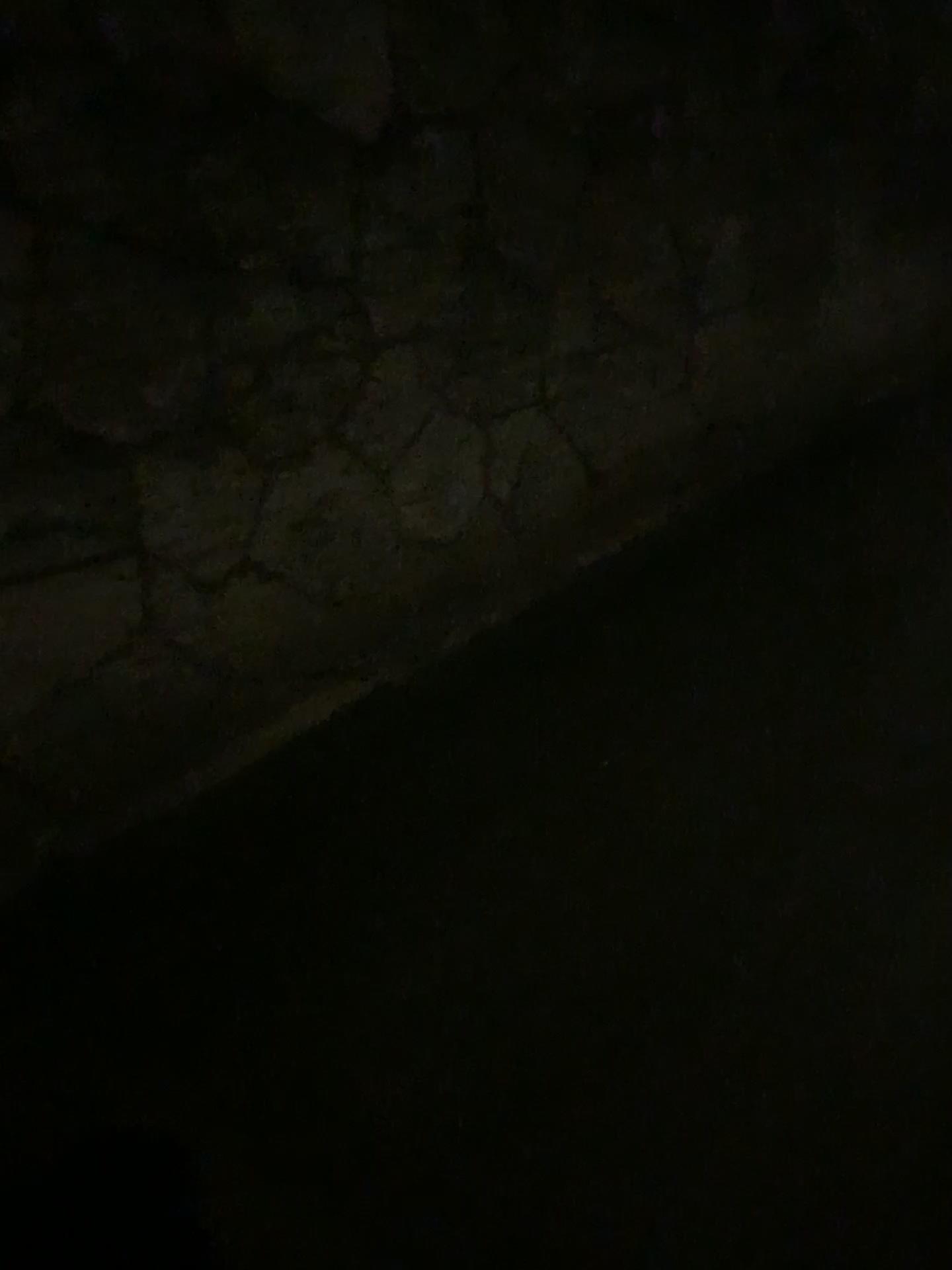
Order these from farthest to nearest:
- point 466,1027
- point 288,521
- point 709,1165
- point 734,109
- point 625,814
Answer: point 734,109
point 288,521
point 625,814
point 466,1027
point 709,1165
